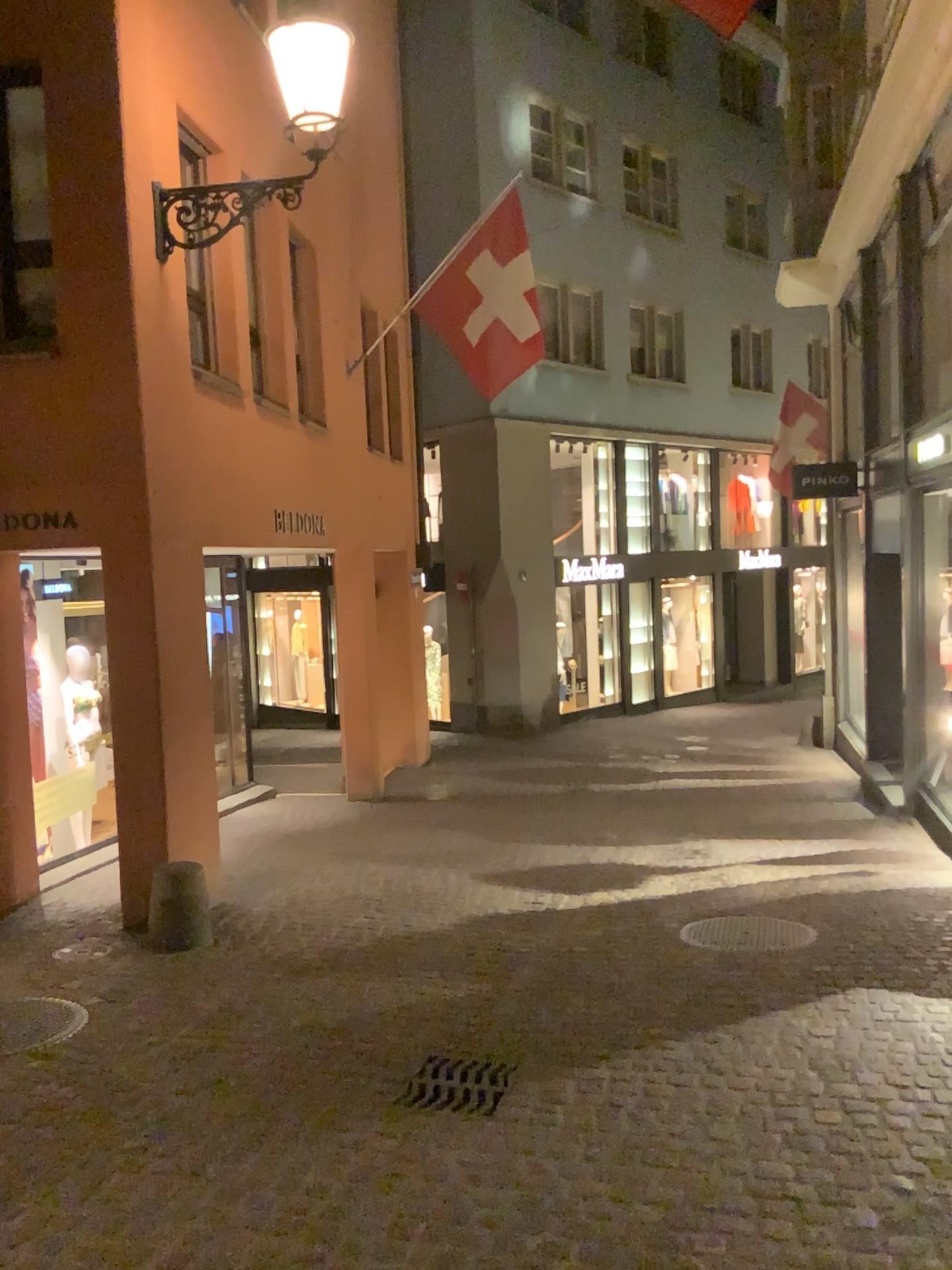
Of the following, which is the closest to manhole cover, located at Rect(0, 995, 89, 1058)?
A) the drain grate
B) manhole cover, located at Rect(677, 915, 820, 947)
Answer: the drain grate

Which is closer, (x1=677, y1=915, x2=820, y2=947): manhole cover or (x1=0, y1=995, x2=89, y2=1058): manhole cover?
(x1=0, y1=995, x2=89, y2=1058): manhole cover

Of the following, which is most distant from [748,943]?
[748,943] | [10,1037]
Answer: [10,1037]

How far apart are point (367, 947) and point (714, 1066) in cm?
203

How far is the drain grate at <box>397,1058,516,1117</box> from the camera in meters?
3.6

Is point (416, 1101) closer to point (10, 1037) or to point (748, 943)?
point (10, 1037)

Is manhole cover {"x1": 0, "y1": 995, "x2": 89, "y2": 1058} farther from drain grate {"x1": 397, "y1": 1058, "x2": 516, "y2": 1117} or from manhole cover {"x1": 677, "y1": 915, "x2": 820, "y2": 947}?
manhole cover {"x1": 677, "y1": 915, "x2": 820, "y2": 947}

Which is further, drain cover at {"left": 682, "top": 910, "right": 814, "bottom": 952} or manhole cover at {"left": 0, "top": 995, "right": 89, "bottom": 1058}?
drain cover at {"left": 682, "top": 910, "right": 814, "bottom": 952}

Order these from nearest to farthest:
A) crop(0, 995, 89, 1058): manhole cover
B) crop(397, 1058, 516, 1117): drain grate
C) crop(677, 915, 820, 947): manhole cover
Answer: crop(397, 1058, 516, 1117): drain grate, crop(0, 995, 89, 1058): manhole cover, crop(677, 915, 820, 947): manhole cover

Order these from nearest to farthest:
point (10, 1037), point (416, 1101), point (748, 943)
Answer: point (416, 1101)
point (10, 1037)
point (748, 943)
